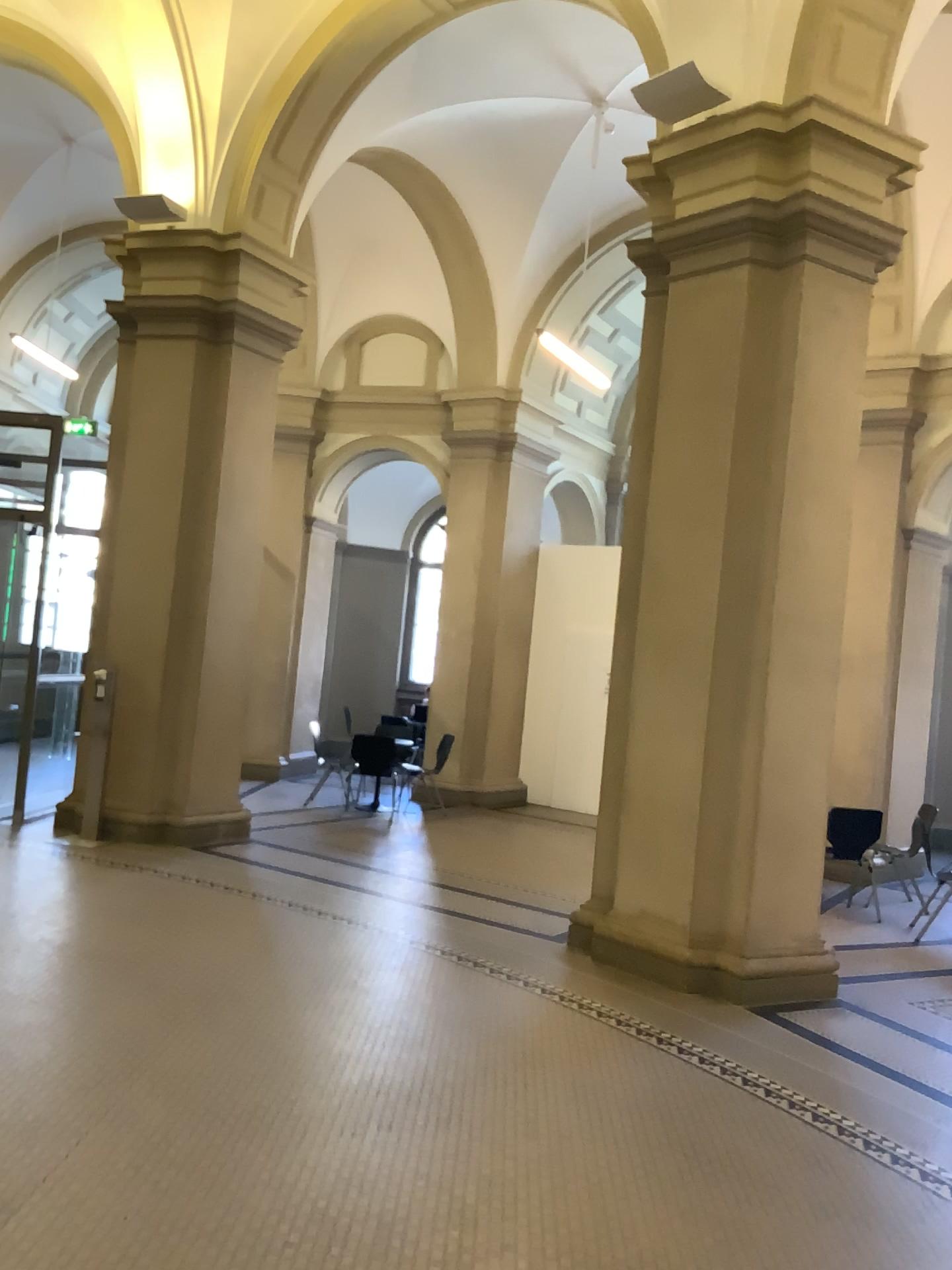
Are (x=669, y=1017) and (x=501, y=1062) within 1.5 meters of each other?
yes
